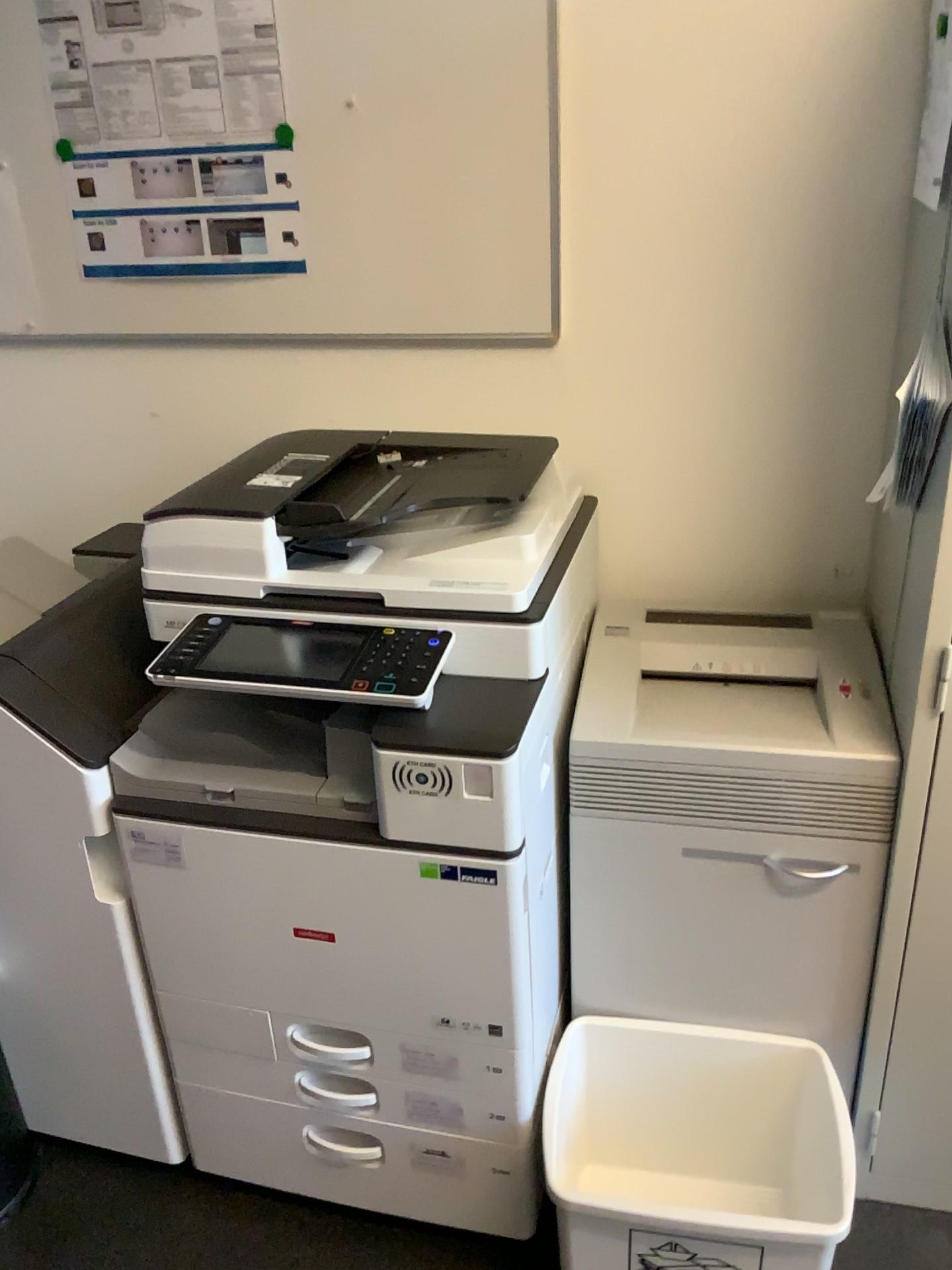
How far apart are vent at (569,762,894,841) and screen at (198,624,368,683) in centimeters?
38cm

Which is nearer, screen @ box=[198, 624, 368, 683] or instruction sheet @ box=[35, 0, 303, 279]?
screen @ box=[198, 624, 368, 683]

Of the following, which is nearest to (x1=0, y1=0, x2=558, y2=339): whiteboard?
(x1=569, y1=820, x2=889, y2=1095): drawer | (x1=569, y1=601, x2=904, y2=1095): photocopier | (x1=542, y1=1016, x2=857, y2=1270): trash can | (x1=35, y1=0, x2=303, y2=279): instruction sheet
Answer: (x1=35, y1=0, x2=303, y2=279): instruction sheet

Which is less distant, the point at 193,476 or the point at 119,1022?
the point at 119,1022

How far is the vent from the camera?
1.4 meters

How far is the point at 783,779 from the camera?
1.4 meters

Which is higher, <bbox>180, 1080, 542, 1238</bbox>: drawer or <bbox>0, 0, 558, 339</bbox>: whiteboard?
<bbox>0, 0, 558, 339</bbox>: whiteboard

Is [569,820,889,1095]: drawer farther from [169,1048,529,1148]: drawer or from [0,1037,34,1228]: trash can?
[0,1037,34,1228]: trash can

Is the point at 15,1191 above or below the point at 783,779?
below

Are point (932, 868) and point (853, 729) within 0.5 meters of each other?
yes
